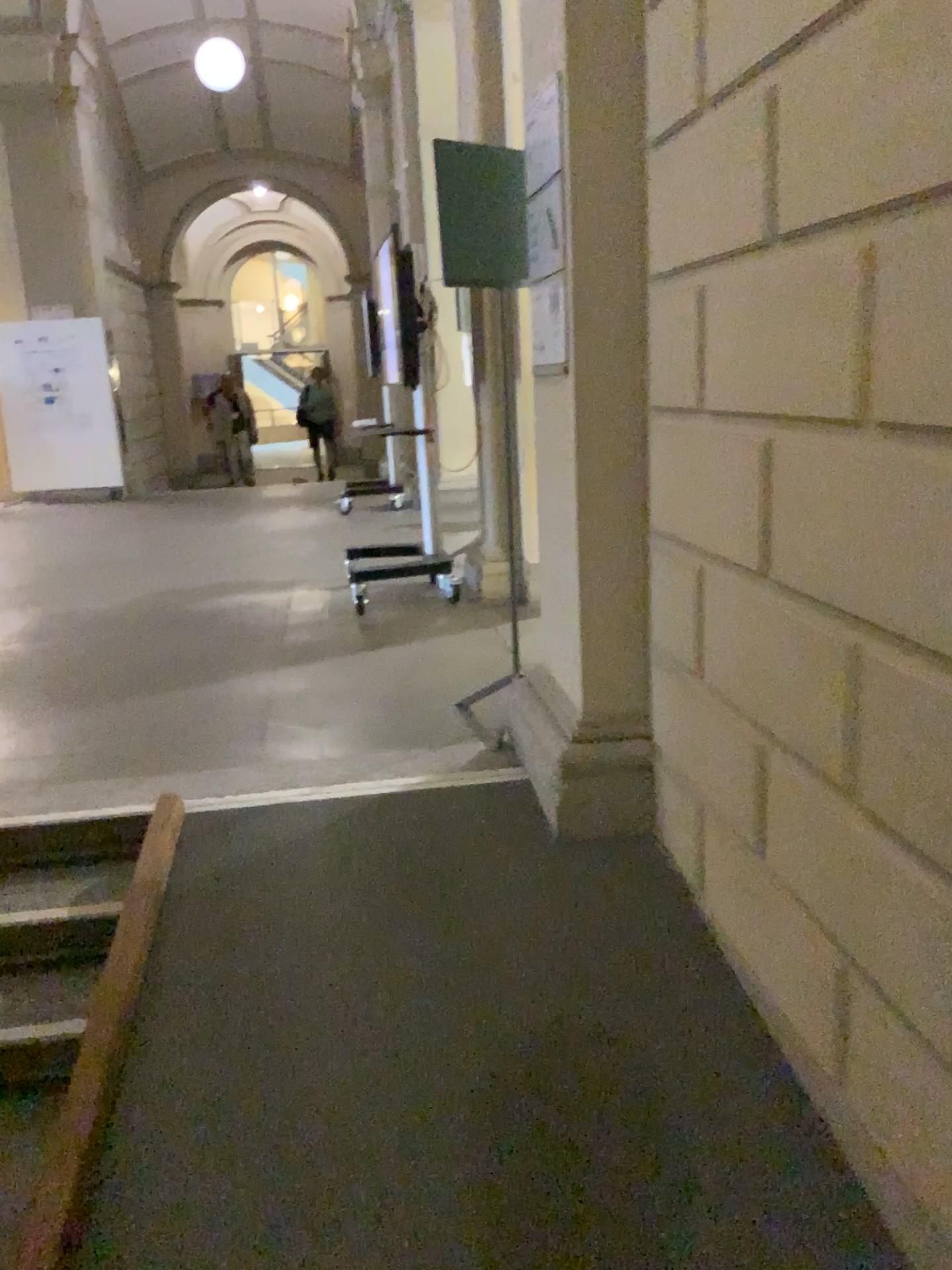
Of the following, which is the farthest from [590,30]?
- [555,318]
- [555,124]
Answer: [555,318]

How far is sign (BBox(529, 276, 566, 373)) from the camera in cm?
263

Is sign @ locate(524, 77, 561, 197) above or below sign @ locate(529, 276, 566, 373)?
above

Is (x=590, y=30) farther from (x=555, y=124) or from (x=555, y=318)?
(x=555, y=318)

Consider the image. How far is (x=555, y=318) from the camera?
2.63m

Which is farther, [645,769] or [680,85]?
[645,769]
